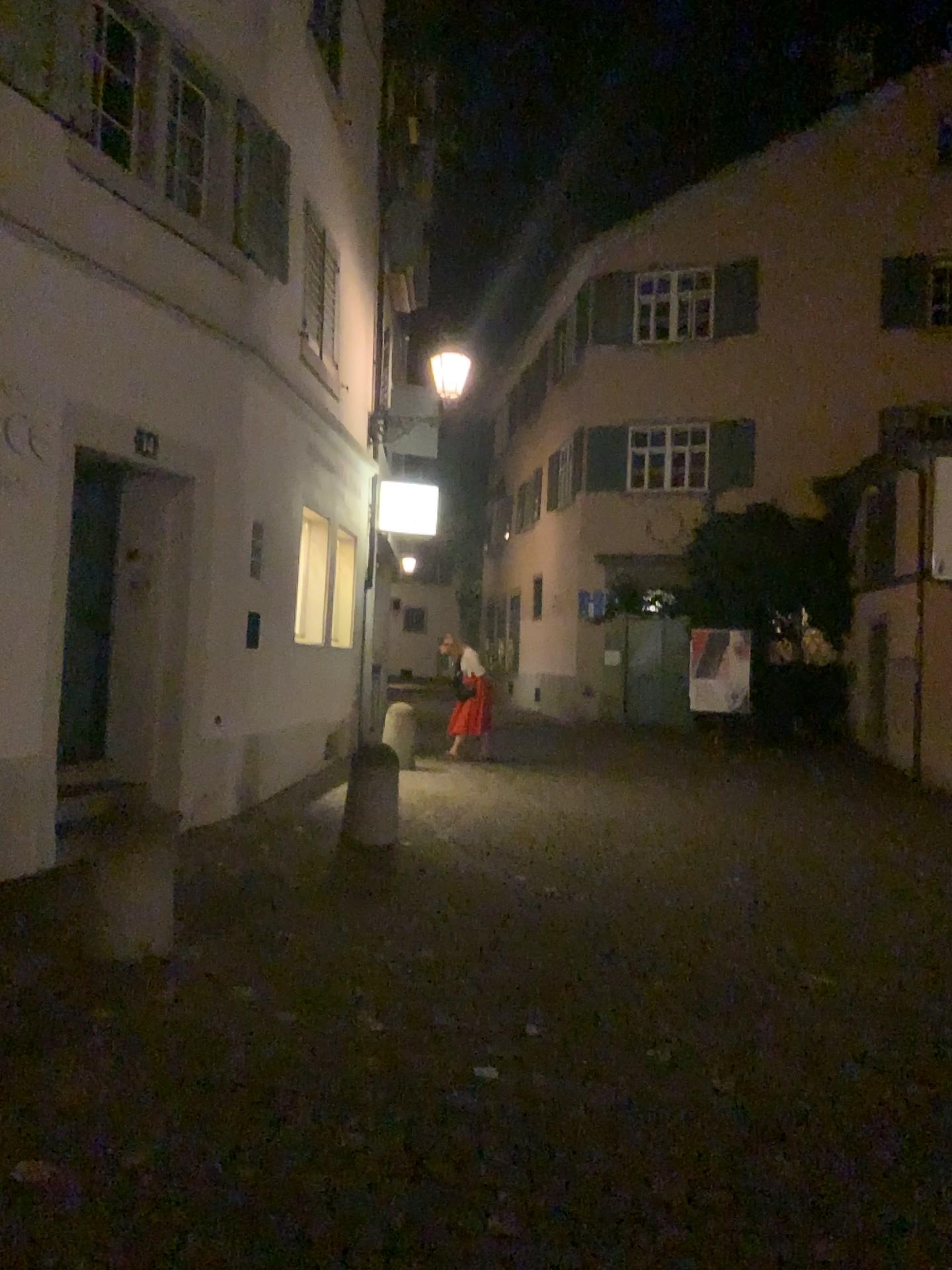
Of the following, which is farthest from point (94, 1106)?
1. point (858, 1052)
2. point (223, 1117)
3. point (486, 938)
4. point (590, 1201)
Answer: point (858, 1052)
